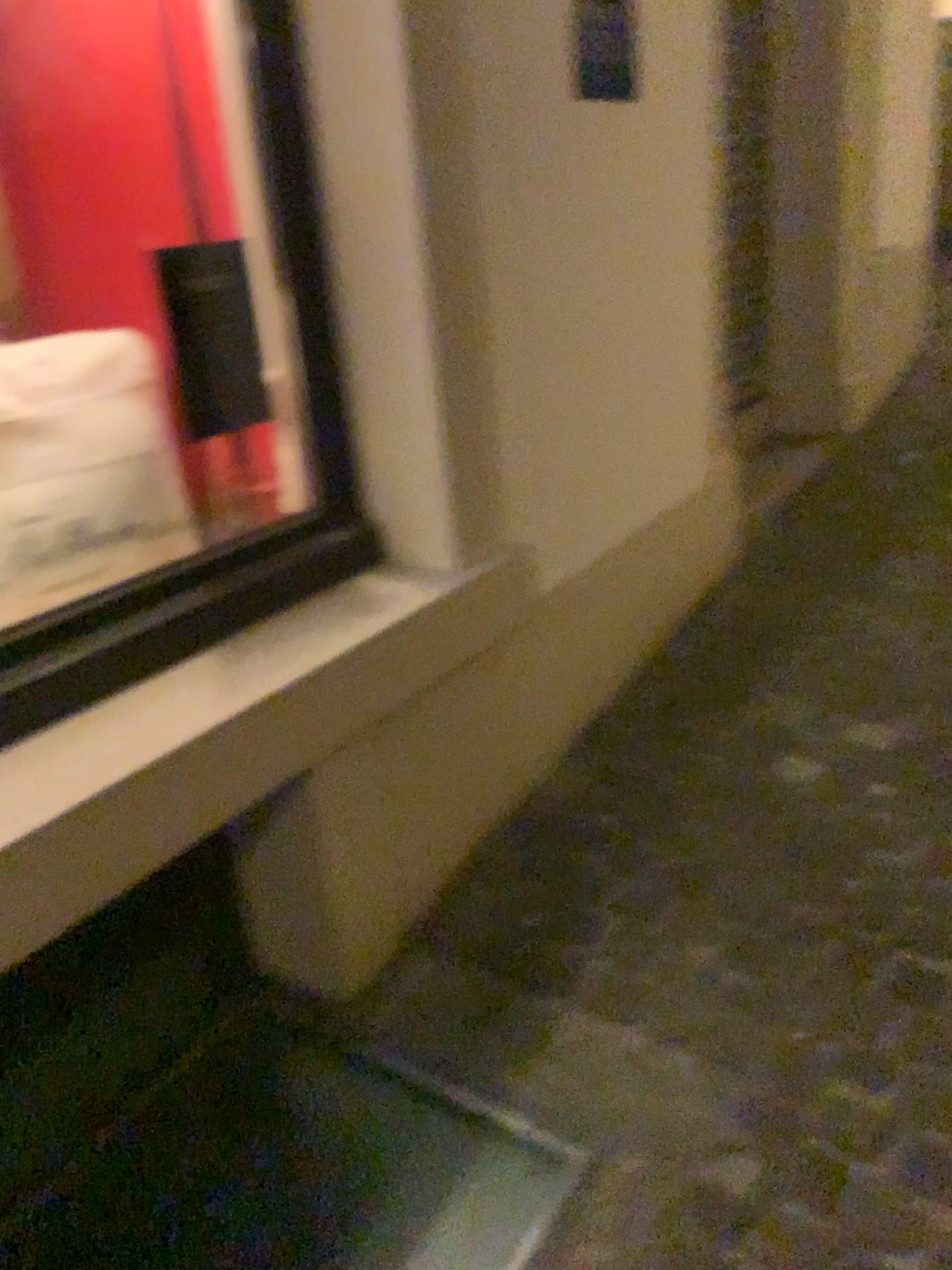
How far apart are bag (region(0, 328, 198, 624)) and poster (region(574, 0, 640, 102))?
1.07m

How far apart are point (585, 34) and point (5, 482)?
1.5m

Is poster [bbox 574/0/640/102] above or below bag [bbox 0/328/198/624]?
above

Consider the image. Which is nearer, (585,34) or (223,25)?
(223,25)

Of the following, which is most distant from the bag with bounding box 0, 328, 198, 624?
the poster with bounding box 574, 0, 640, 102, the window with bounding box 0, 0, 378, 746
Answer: the poster with bounding box 574, 0, 640, 102

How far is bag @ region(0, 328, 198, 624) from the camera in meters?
1.6 m

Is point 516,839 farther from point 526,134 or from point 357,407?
point 526,134

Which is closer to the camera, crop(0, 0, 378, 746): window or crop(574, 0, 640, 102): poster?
crop(0, 0, 378, 746): window

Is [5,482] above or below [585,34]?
below

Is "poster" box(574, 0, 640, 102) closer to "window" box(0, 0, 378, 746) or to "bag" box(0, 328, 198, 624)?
"window" box(0, 0, 378, 746)
